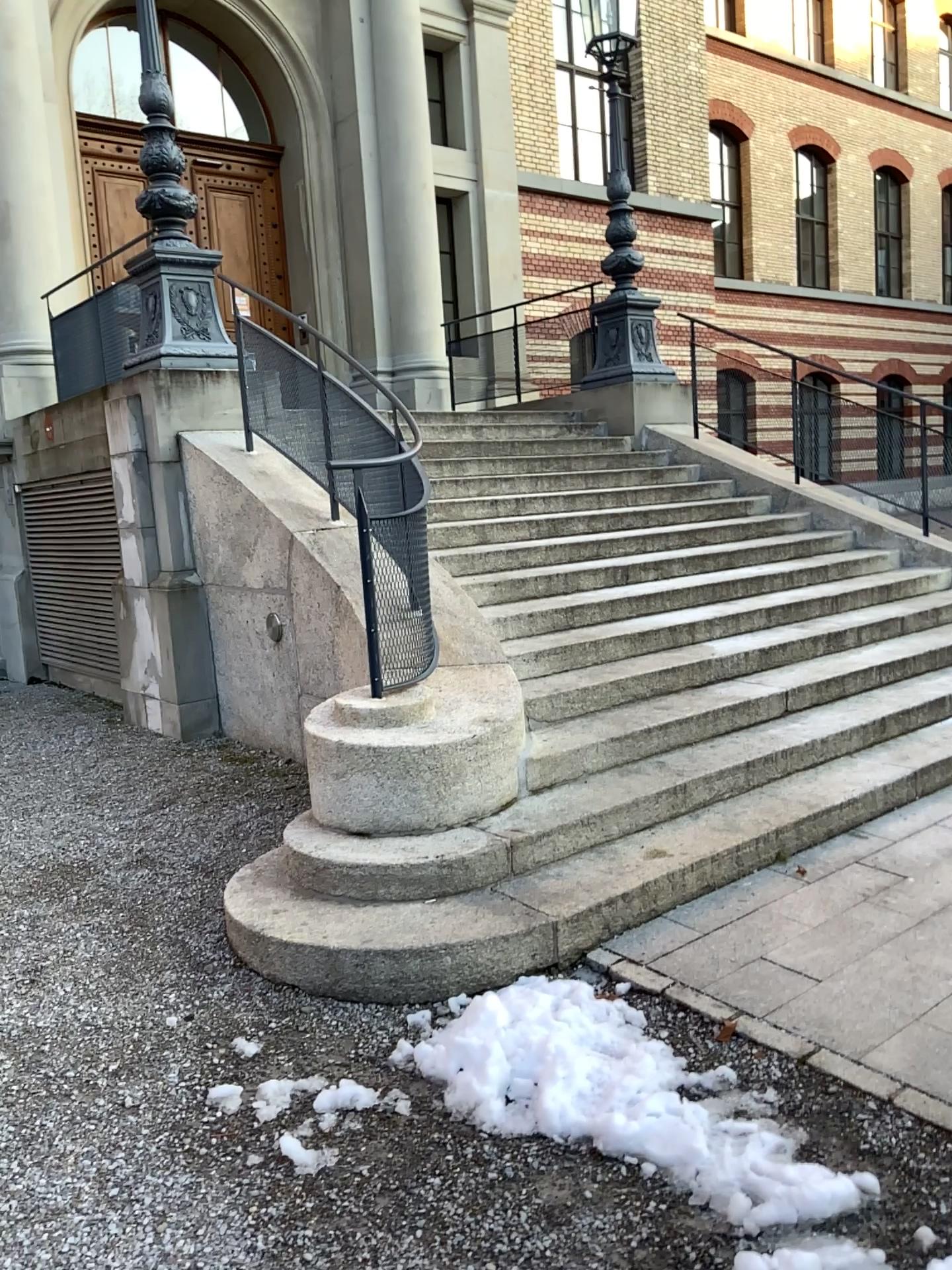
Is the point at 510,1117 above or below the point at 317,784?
below
